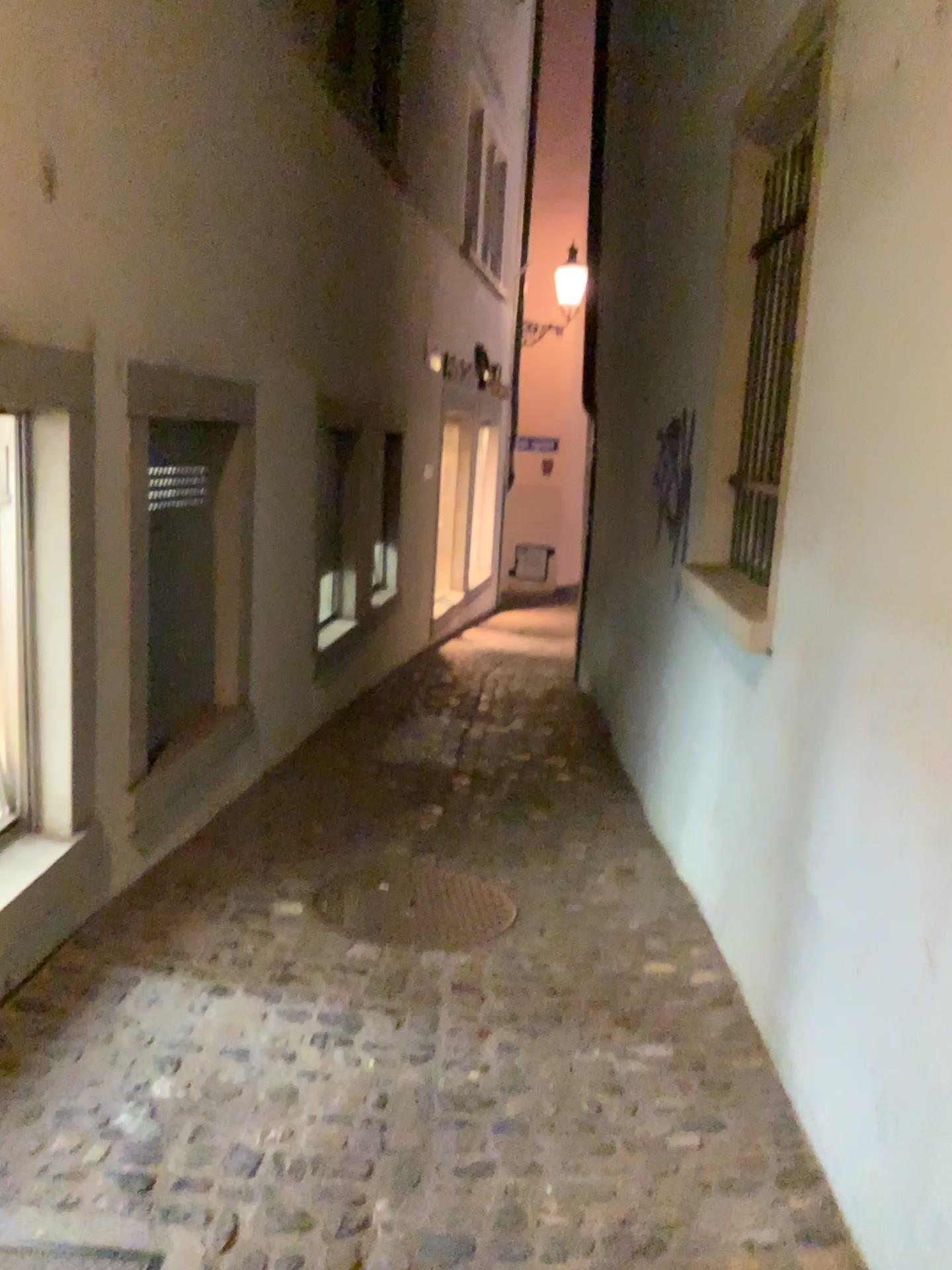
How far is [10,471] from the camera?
2.7m

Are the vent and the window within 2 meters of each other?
yes

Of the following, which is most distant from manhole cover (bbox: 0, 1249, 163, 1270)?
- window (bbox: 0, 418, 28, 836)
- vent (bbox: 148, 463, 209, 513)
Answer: vent (bbox: 148, 463, 209, 513)

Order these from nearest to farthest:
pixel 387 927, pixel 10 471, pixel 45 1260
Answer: pixel 45 1260
pixel 10 471
pixel 387 927

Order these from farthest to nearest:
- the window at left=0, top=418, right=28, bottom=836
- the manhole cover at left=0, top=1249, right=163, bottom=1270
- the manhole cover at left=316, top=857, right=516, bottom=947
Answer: the manhole cover at left=316, top=857, right=516, bottom=947 → the window at left=0, top=418, right=28, bottom=836 → the manhole cover at left=0, top=1249, right=163, bottom=1270

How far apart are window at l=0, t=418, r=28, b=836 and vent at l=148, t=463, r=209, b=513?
0.86m

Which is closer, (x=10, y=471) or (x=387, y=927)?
(x=10, y=471)

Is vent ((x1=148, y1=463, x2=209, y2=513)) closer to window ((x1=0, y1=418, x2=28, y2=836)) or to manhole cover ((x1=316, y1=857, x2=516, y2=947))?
window ((x1=0, y1=418, x2=28, y2=836))

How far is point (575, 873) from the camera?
4.0 meters

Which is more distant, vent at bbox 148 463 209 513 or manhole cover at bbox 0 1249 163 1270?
vent at bbox 148 463 209 513
